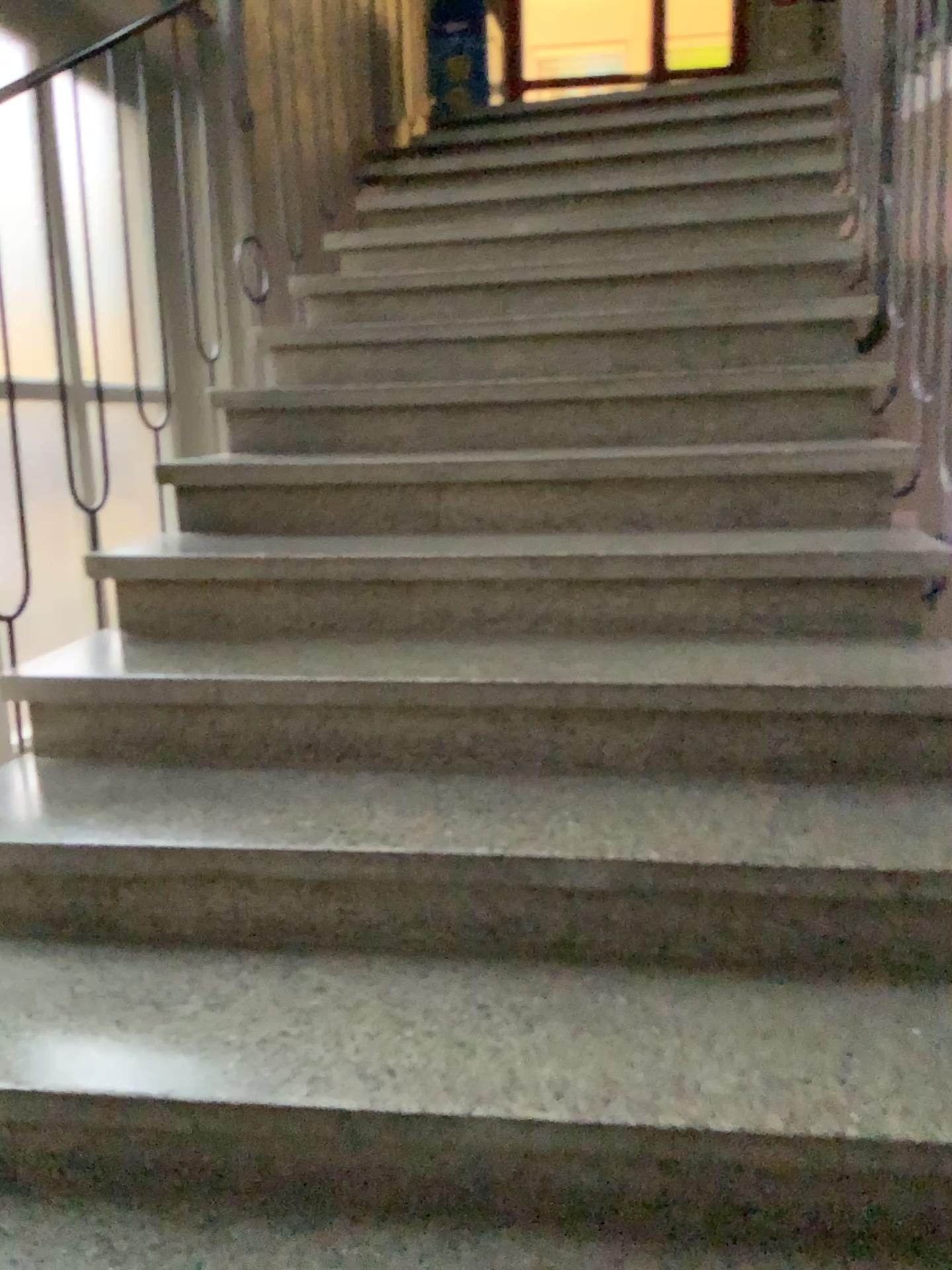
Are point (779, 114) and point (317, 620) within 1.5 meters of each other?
no
